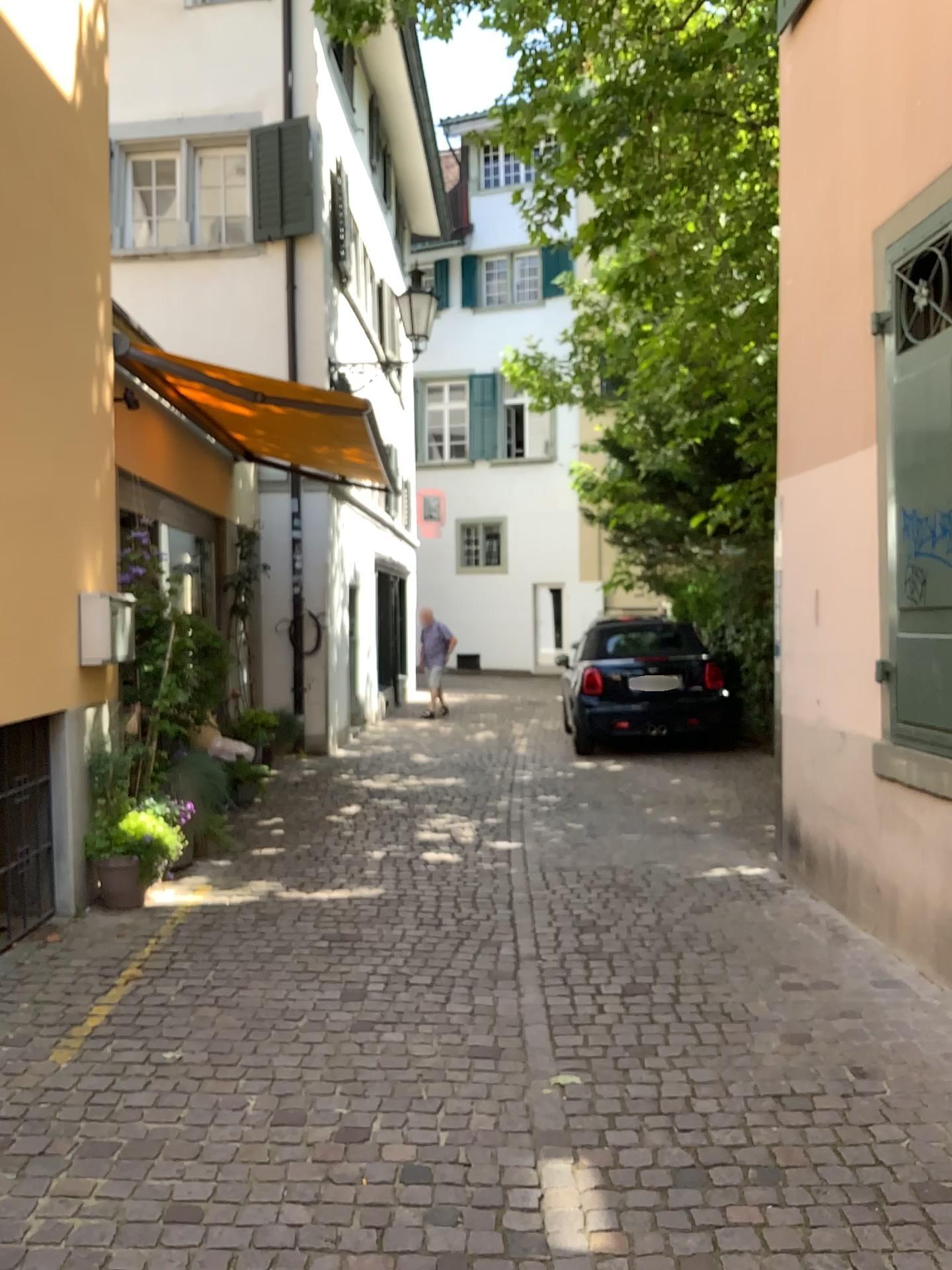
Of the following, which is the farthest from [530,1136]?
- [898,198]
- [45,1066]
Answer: [898,198]
